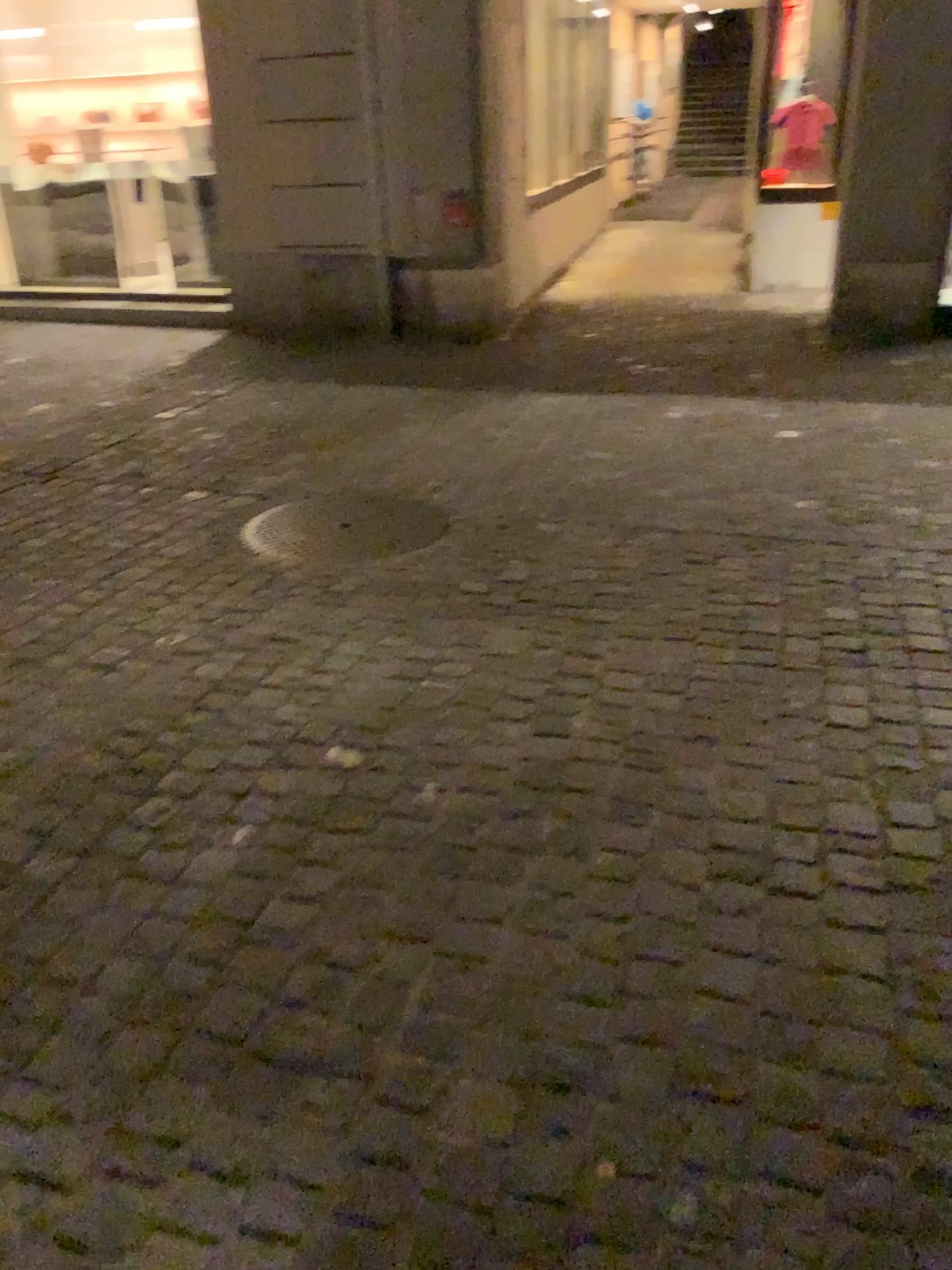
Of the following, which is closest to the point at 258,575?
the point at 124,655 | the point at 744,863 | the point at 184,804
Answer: the point at 124,655
